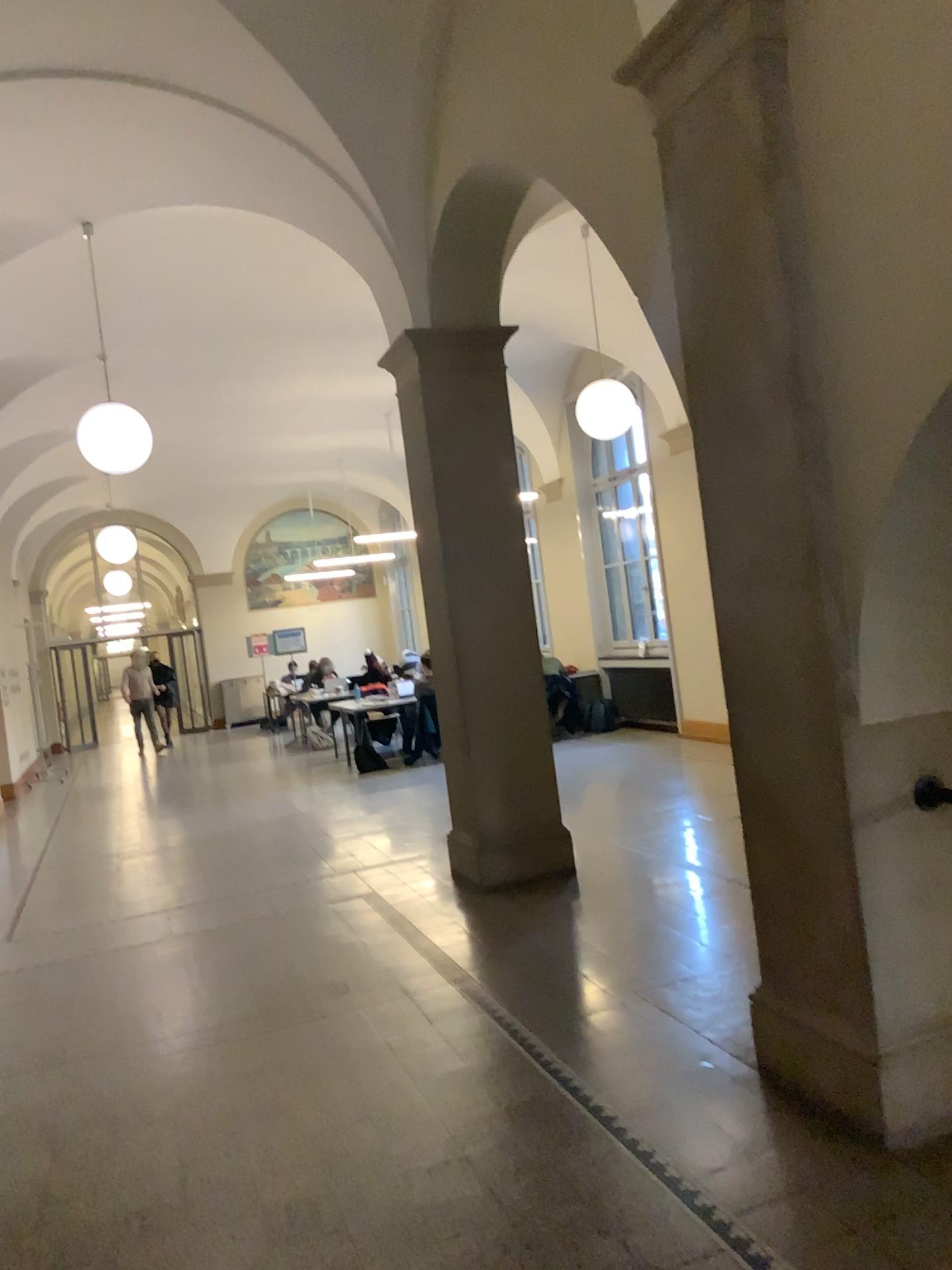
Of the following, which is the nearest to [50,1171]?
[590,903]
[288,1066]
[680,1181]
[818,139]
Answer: [288,1066]
